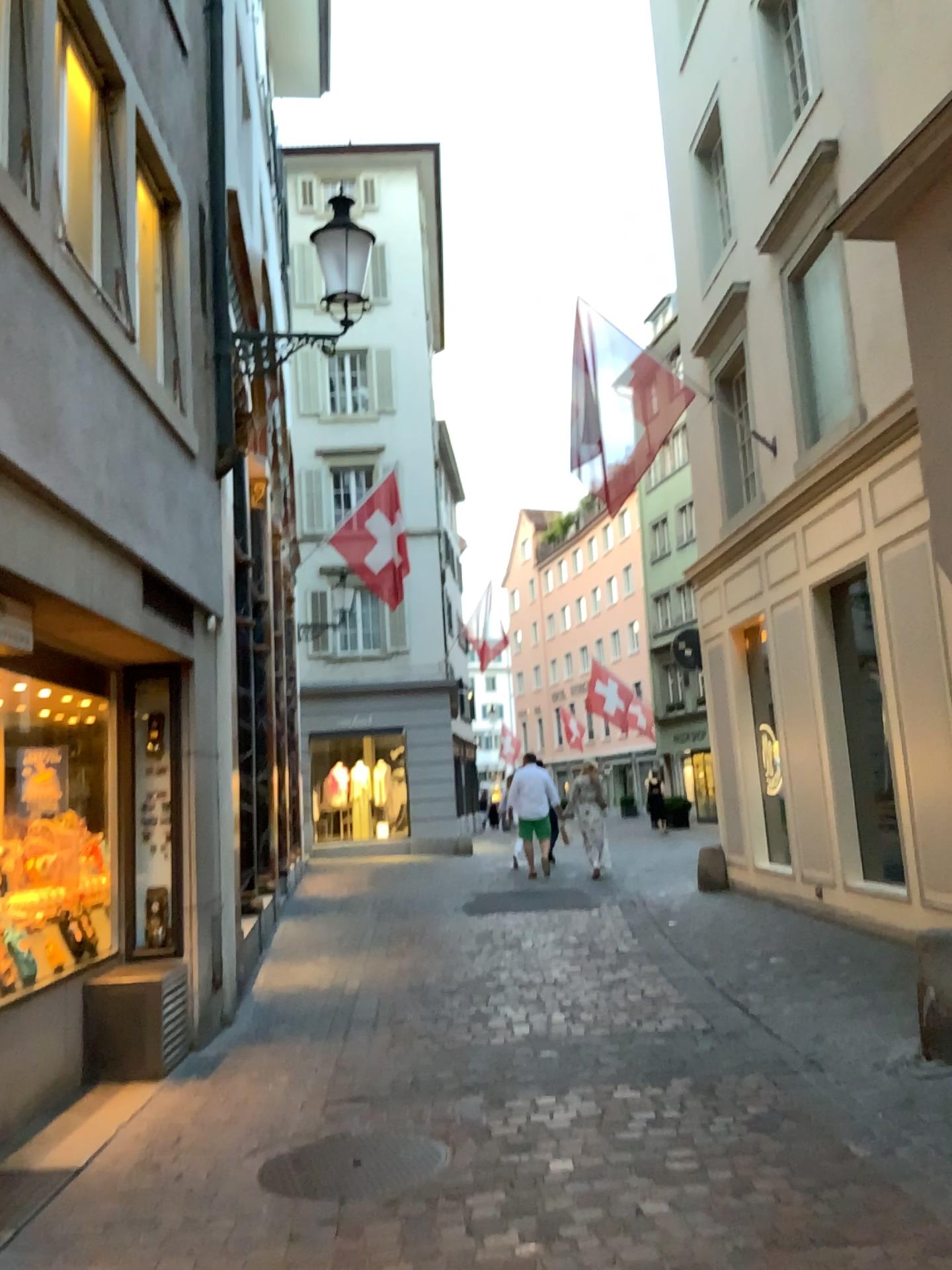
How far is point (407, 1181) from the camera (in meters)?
3.76

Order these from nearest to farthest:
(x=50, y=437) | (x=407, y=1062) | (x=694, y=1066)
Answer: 1. (x=50, y=437)
2. (x=694, y=1066)
3. (x=407, y=1062)

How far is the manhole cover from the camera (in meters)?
3.76
